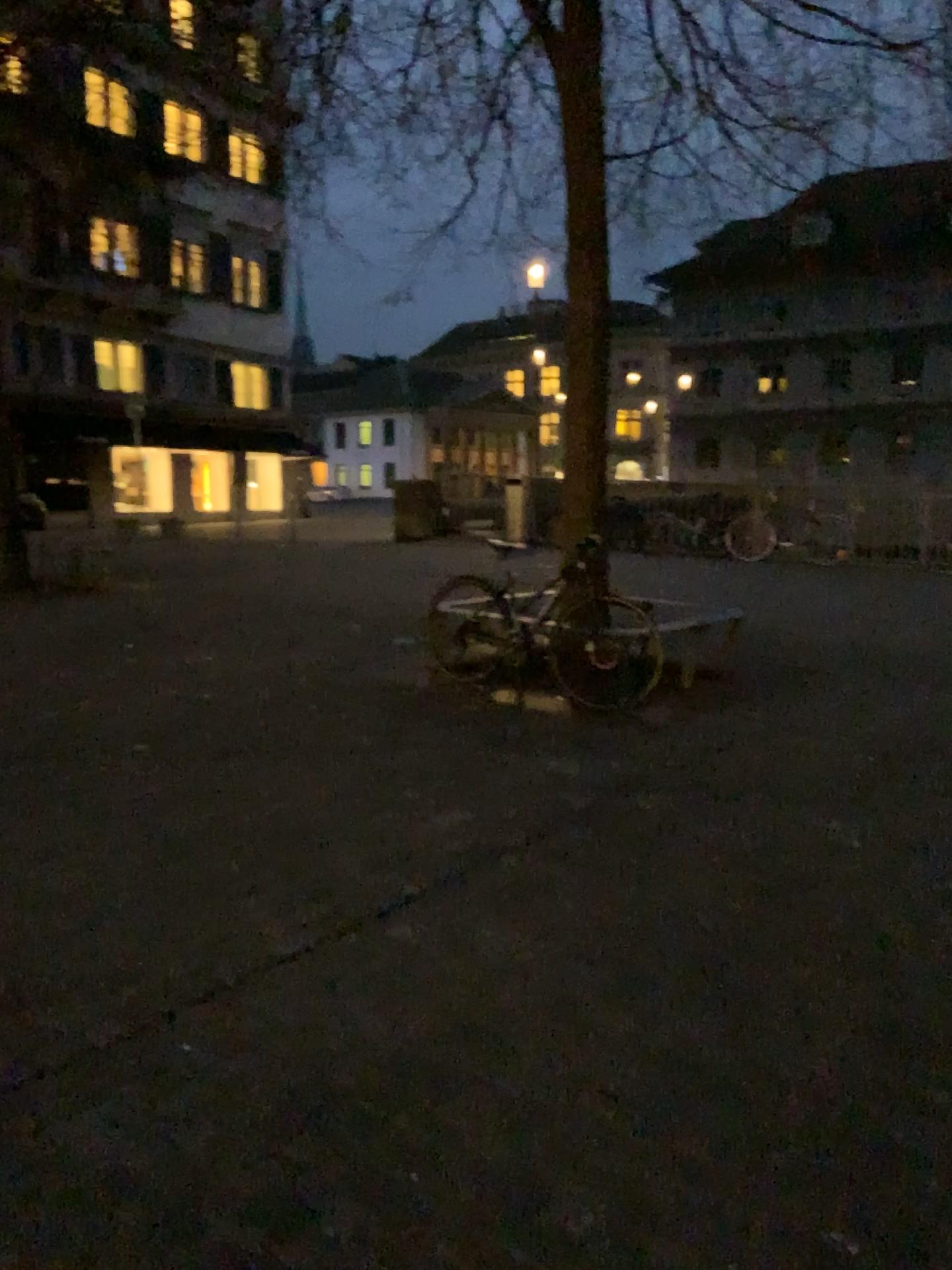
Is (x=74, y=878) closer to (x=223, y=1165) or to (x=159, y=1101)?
(x=159, y=1101)
